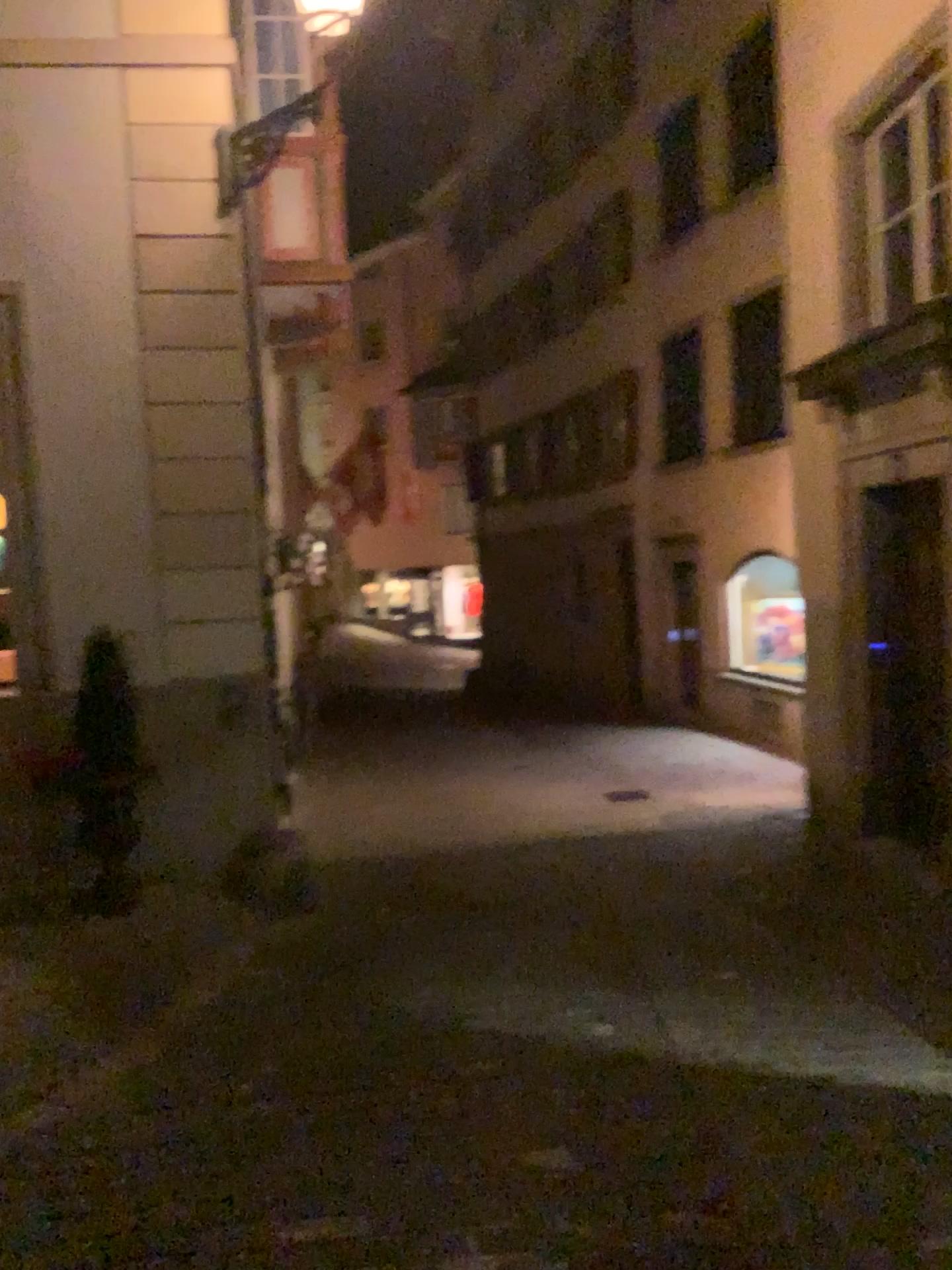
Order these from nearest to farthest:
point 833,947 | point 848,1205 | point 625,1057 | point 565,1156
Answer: point 848,1205
point 565,1156
point 625,1057
point 833,947
